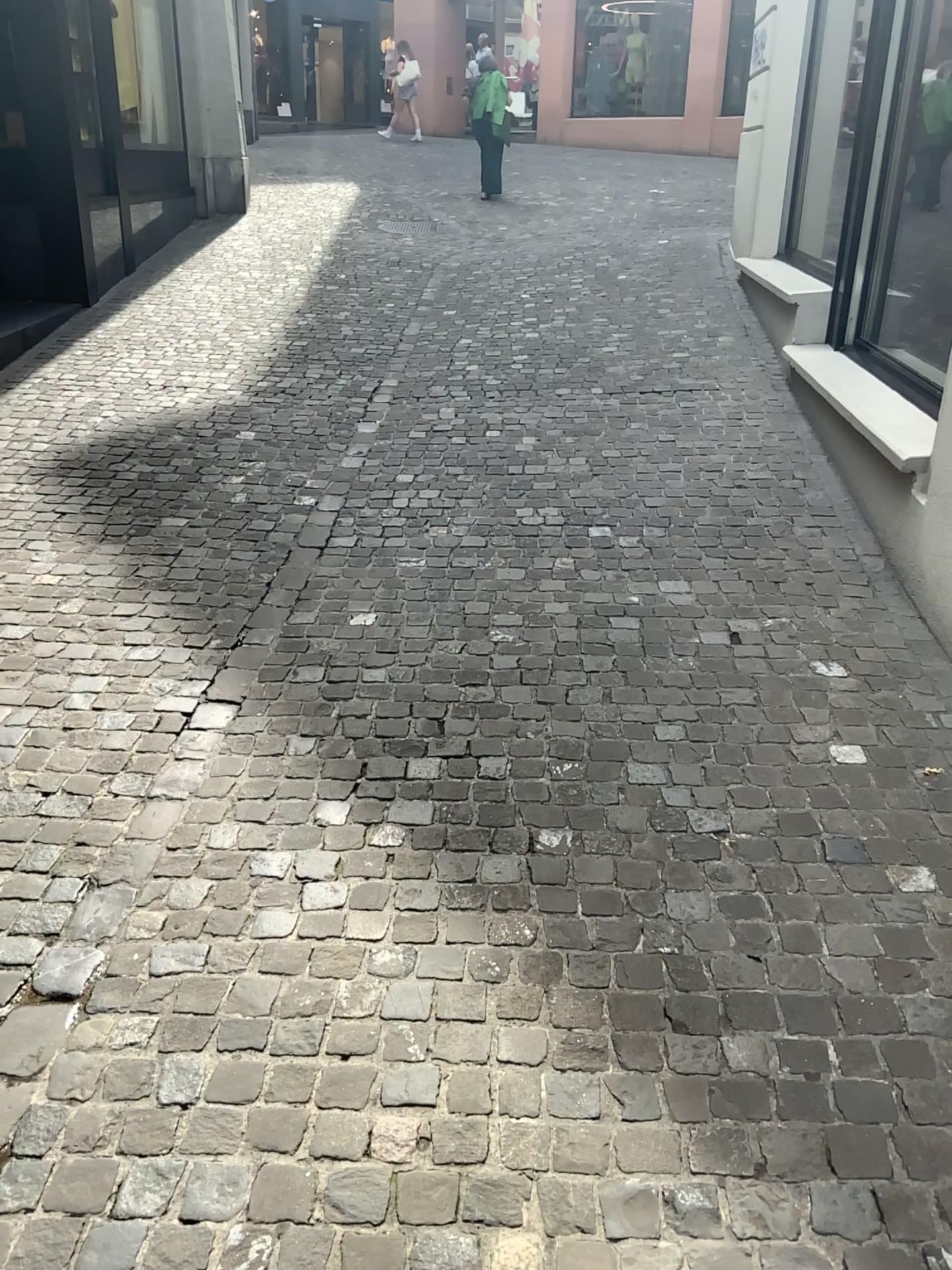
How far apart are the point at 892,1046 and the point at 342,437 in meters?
4.0
